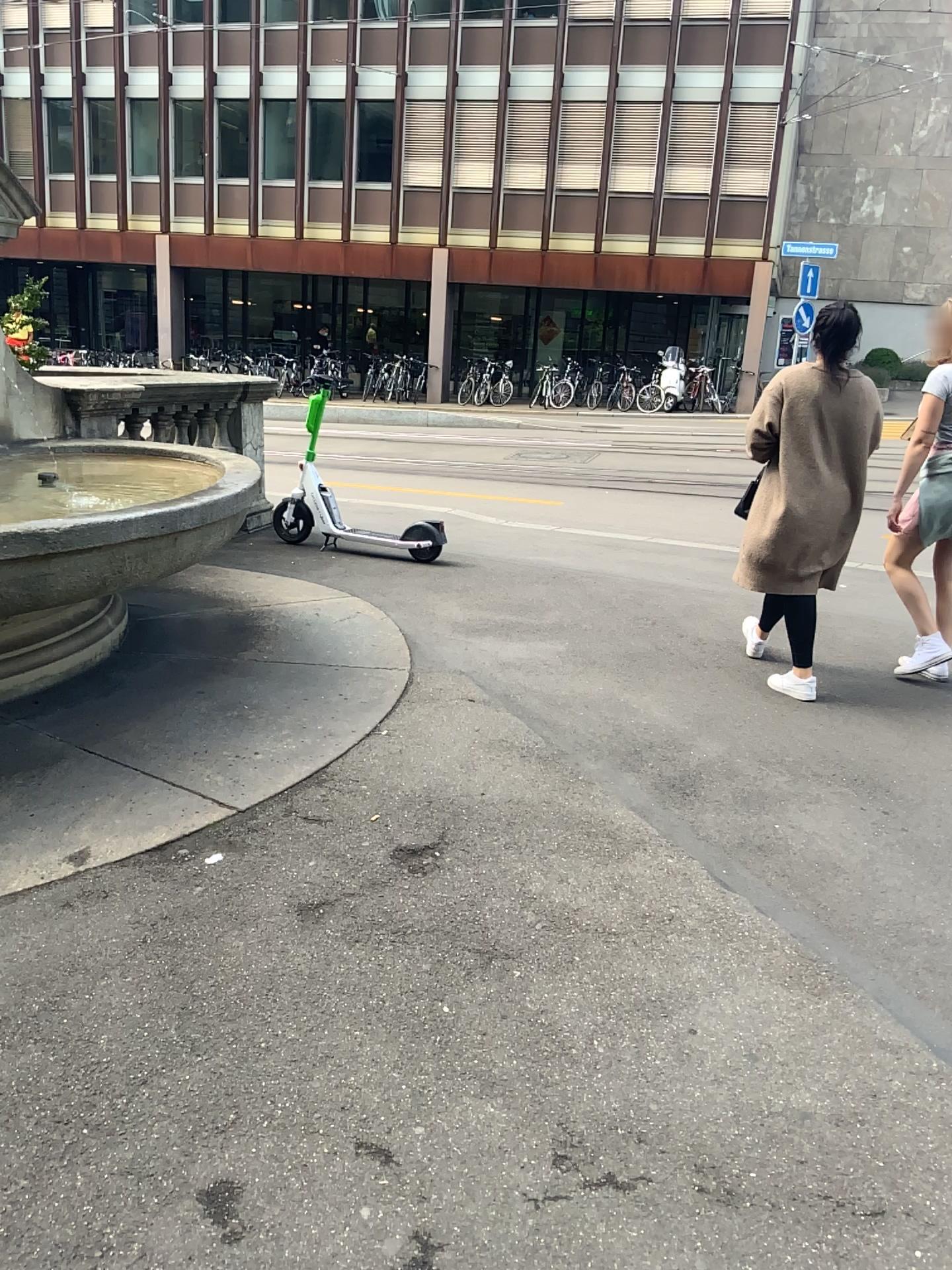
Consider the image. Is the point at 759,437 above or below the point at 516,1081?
above

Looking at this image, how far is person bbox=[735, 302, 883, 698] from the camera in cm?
436

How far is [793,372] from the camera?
4.4m
